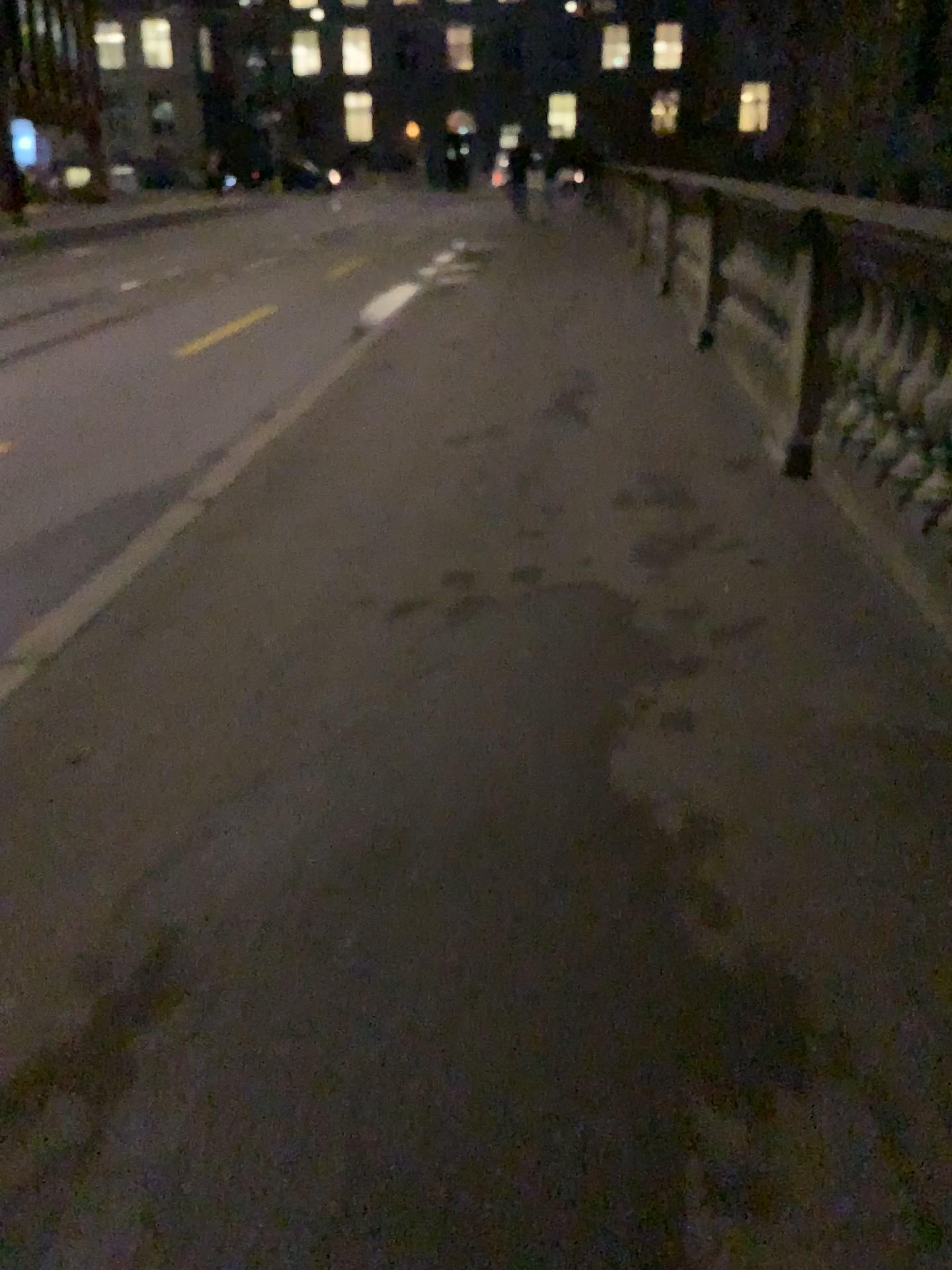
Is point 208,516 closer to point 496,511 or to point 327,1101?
point 496,511
